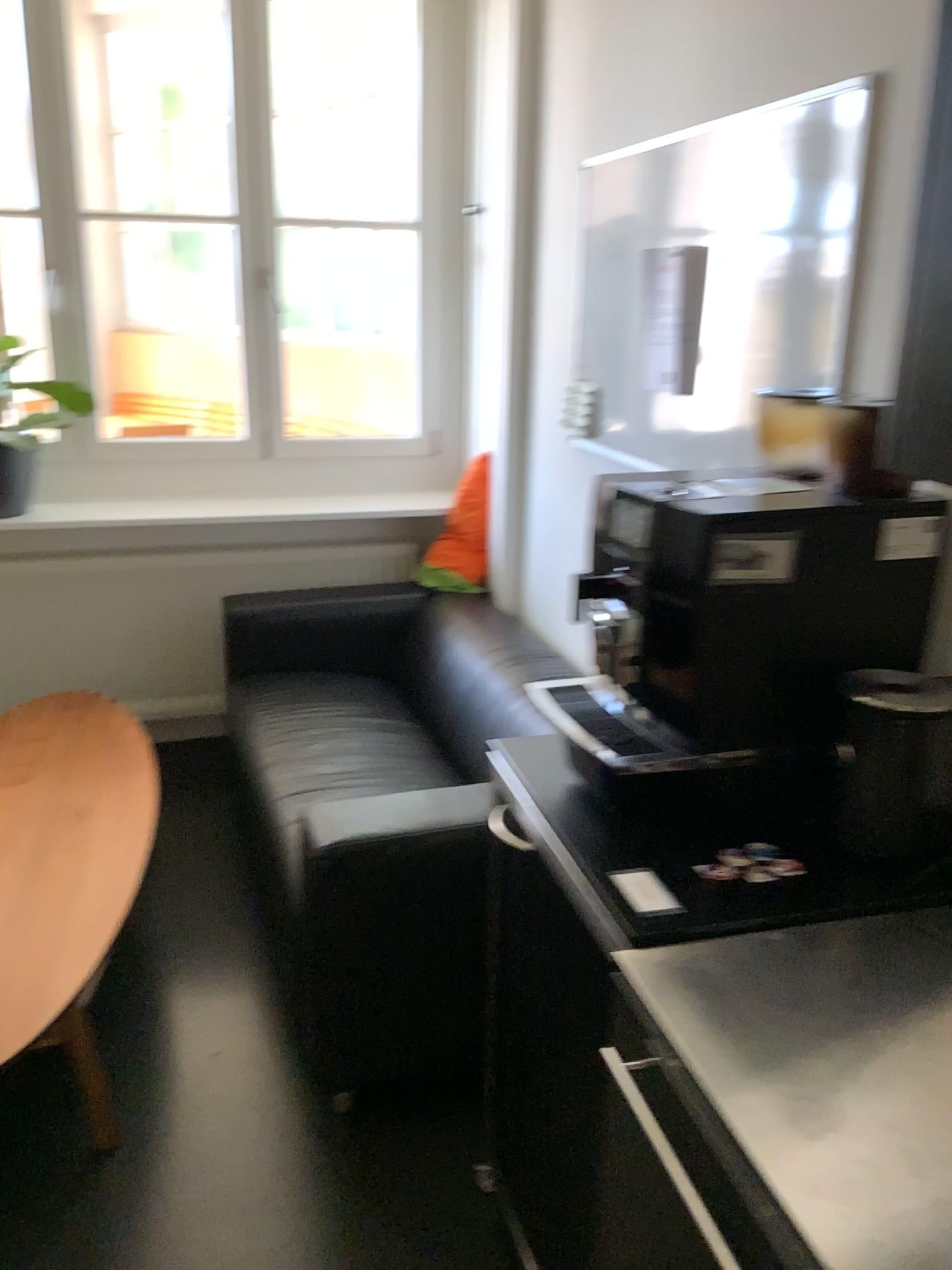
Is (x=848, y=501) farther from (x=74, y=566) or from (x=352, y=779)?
(x=74, y=566)

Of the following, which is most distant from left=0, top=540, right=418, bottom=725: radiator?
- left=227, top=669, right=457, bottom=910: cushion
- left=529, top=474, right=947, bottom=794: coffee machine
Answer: left=529, top=474, right=947, bottom=794: coffee machine

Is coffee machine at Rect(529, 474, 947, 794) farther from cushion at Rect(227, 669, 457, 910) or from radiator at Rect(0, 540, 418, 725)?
radiator at Rect(0, 540, 418, 725)

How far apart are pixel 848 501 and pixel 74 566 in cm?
286

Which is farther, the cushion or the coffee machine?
the cushion

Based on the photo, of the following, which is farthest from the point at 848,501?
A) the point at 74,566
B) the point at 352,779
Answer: the point at 74,566

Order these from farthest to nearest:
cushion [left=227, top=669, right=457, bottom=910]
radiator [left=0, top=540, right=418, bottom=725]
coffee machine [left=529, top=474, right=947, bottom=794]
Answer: radiator [left=0, top=540, right=418, bottom=725] < cushion [left=227, top=669, right=457, bottom=910] < coffee machine [left=529, top=474, right=947, bottom=794]

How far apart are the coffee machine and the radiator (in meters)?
2.43

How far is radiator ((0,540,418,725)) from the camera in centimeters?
355cm

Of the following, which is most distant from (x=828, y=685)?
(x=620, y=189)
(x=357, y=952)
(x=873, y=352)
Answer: (x=620, y=189)
